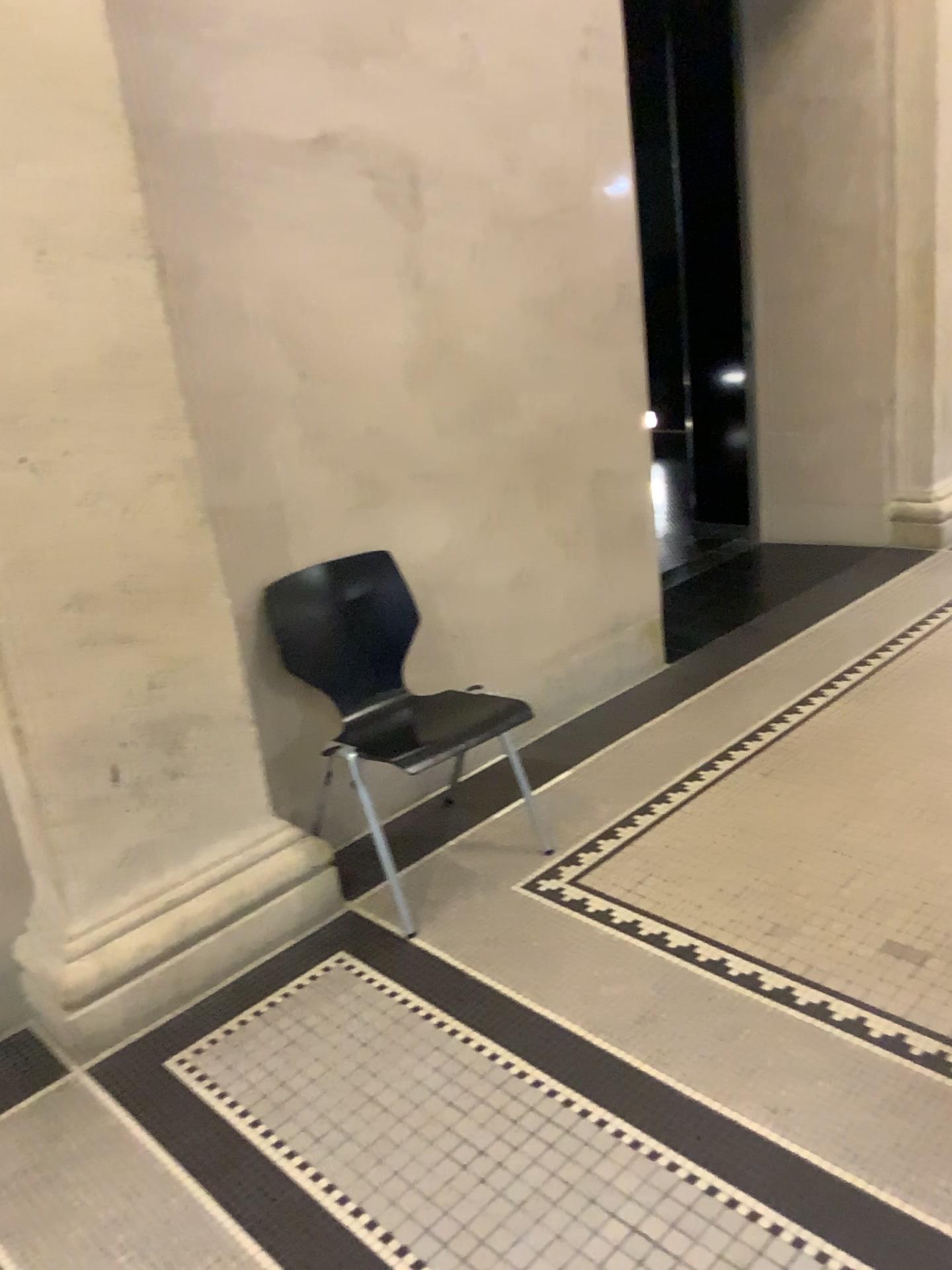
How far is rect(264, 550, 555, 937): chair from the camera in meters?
2.8

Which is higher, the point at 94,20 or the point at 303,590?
the point at 94,20

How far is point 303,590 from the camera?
2.8 meters

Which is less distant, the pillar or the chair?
the pillar

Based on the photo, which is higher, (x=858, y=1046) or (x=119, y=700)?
(x=119, y=700)

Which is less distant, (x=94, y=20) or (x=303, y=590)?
(x=94, y=20)
